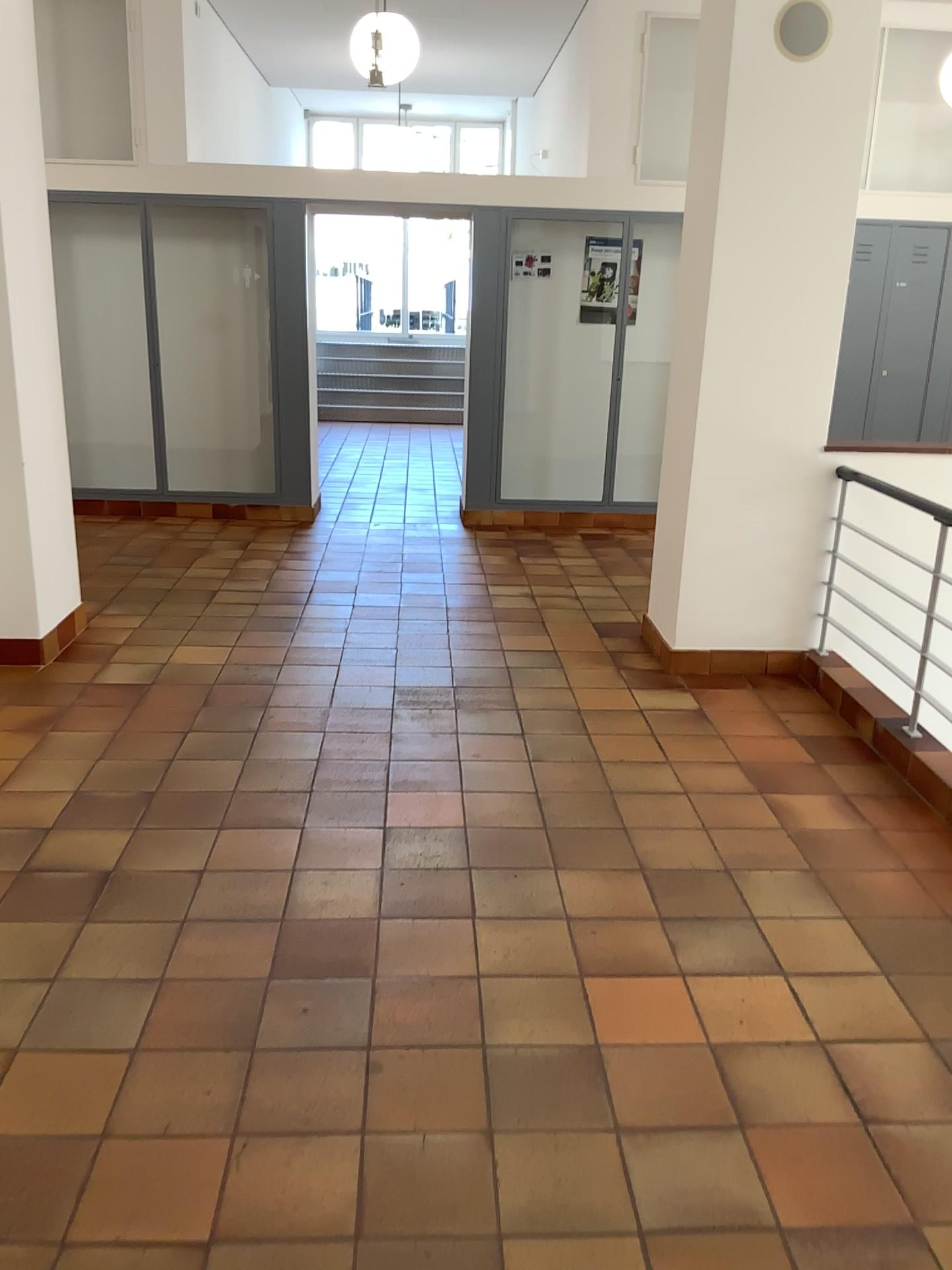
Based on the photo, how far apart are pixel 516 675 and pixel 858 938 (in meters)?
2.14

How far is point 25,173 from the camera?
4.23m

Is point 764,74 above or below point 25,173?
above

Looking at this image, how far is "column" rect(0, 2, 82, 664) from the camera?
4.2 meters
